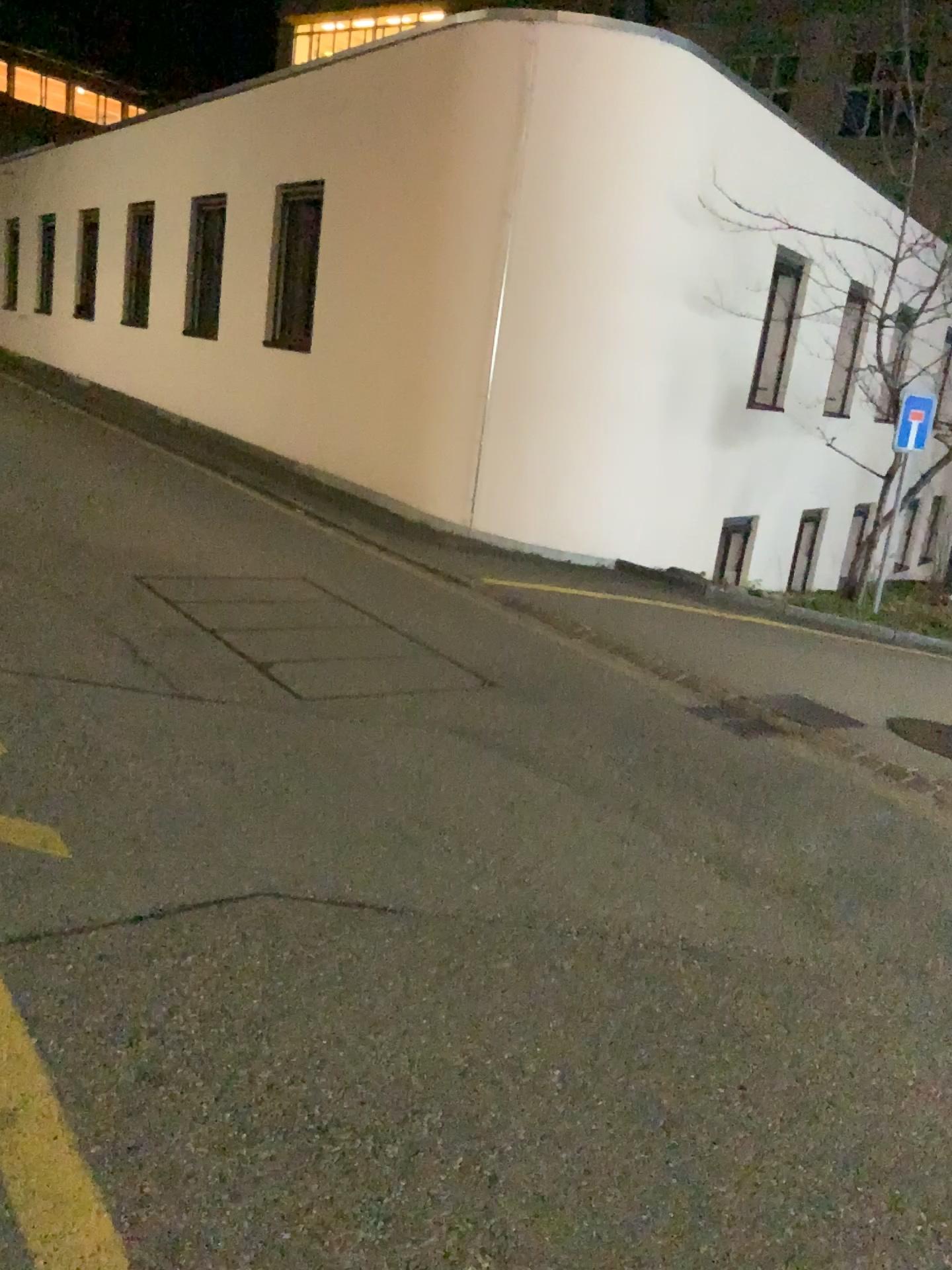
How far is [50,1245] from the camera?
1.88m

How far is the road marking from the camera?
1.9 meters

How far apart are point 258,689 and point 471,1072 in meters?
2.6 m
